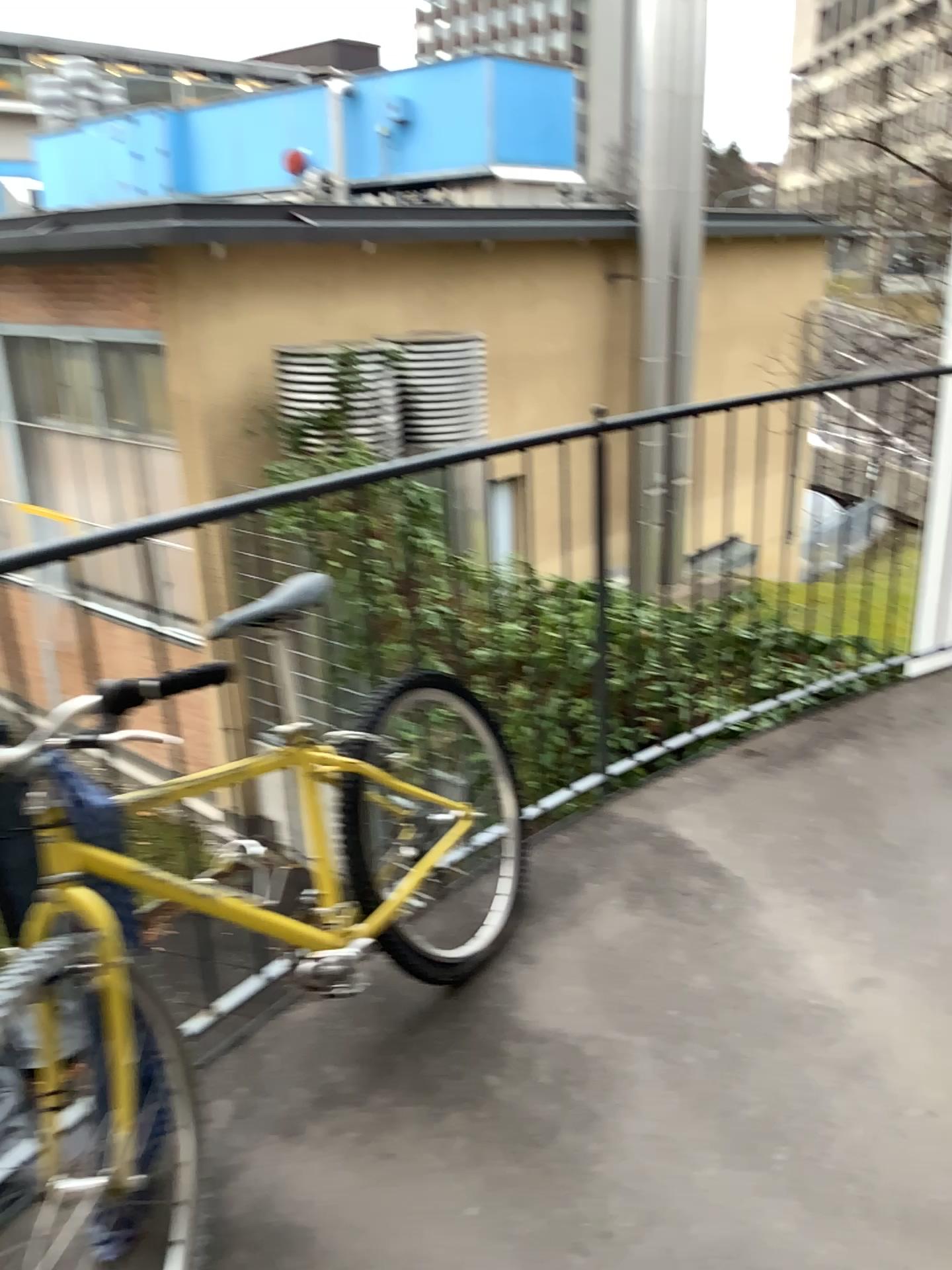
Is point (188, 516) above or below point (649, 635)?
above
